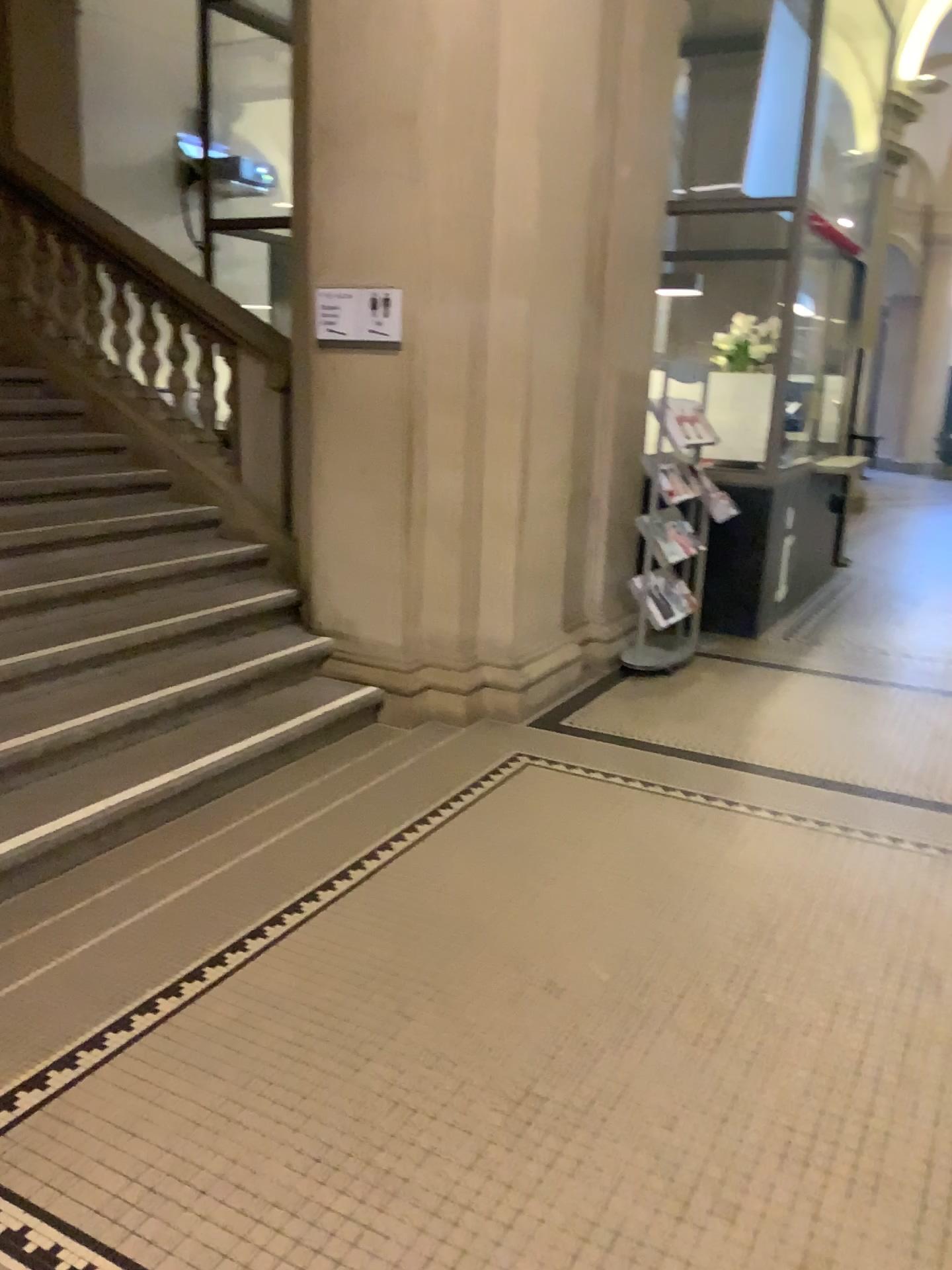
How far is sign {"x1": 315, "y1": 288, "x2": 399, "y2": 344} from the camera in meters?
4.3 m

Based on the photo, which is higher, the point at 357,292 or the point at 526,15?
the point at 526,15

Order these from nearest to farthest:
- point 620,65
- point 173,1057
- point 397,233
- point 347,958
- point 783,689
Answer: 1. point 173,1057
2. point 347,958
3. point 397,233
4. point 620,65
5. point 783,689

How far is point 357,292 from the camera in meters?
4.3 m
